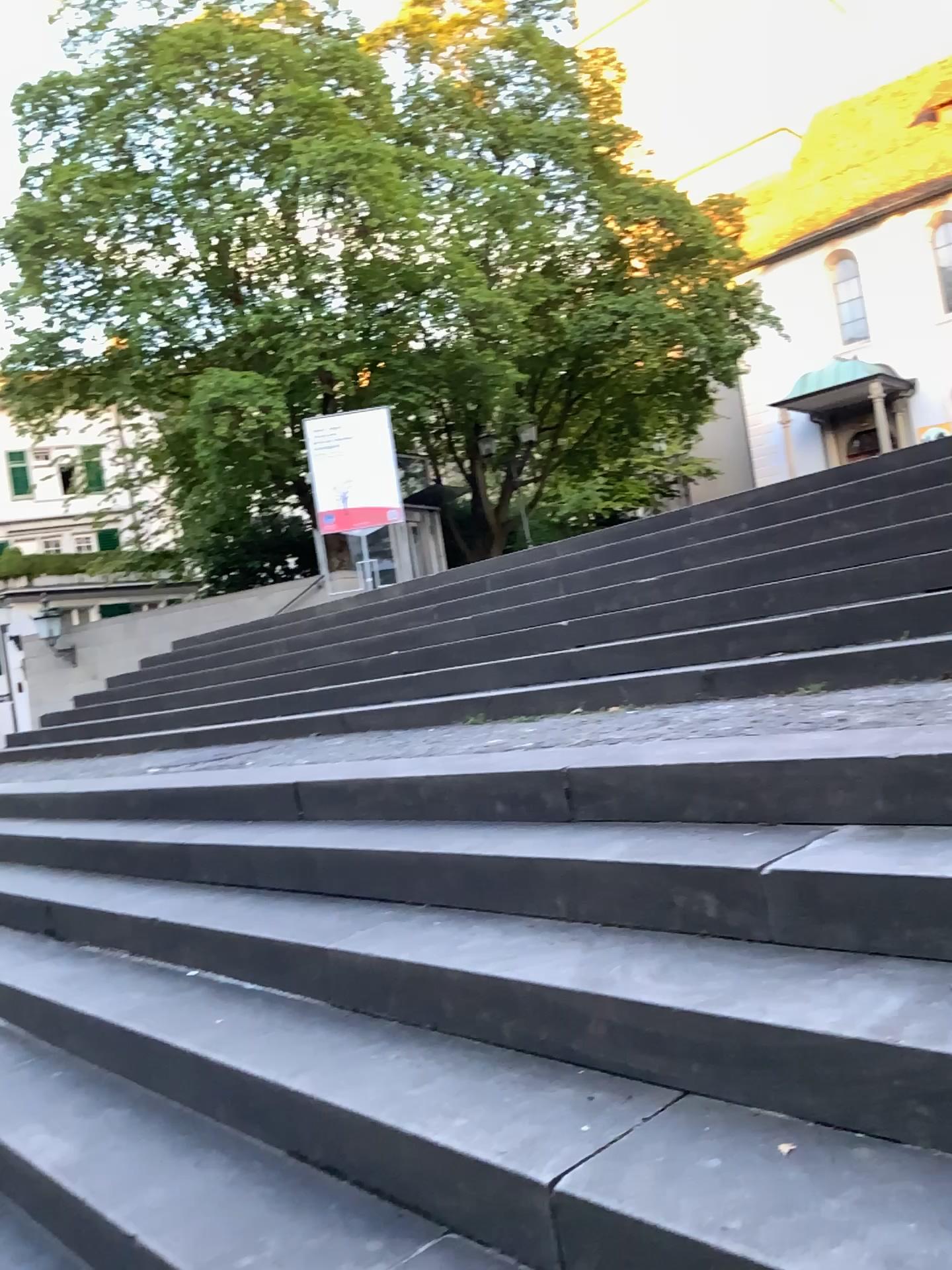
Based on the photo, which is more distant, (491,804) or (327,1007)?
Answer: (491,804)
